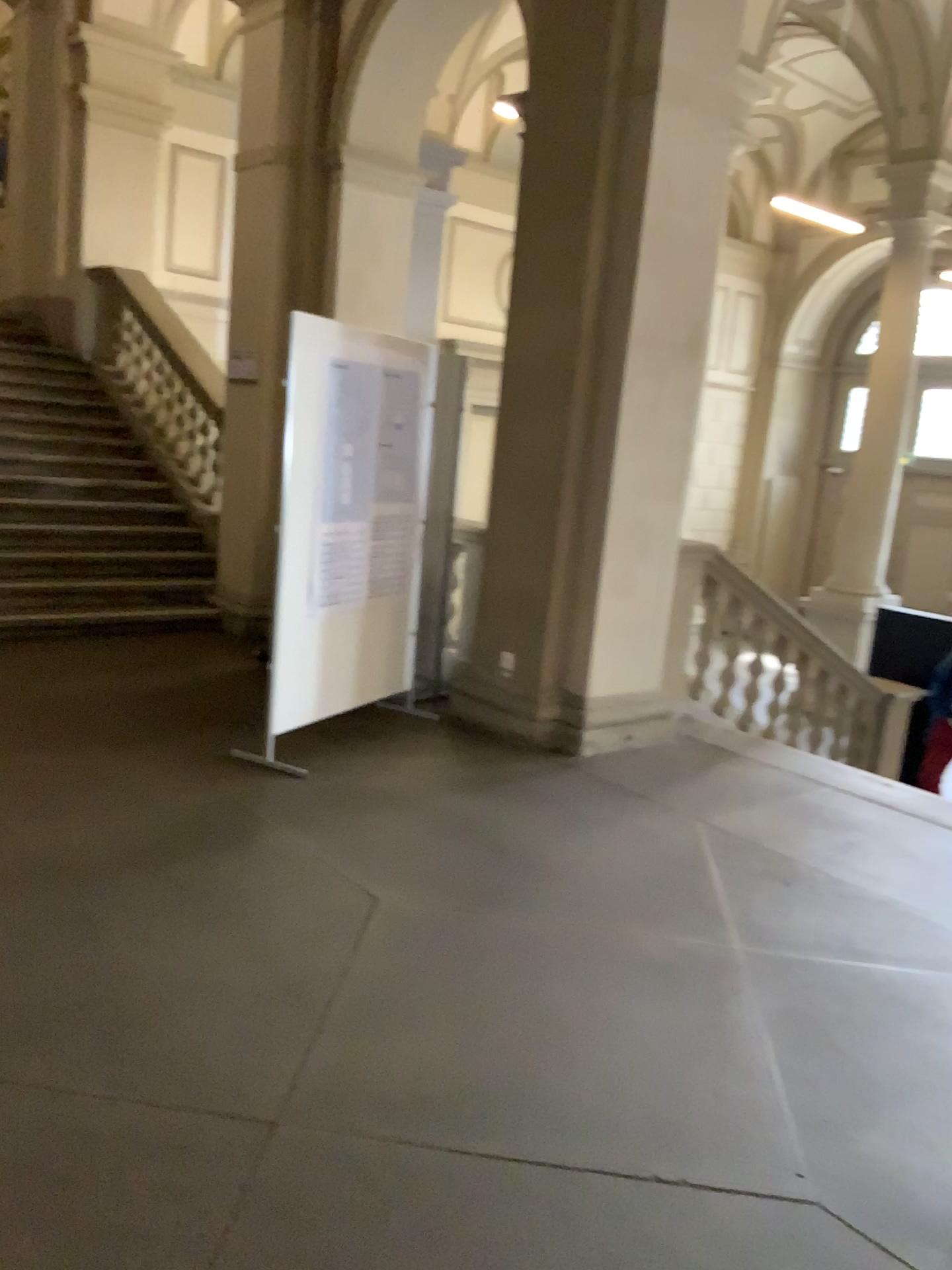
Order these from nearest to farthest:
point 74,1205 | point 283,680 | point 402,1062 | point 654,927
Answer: point 74,1205, point 402,1062, point 654,927, point 283,680
